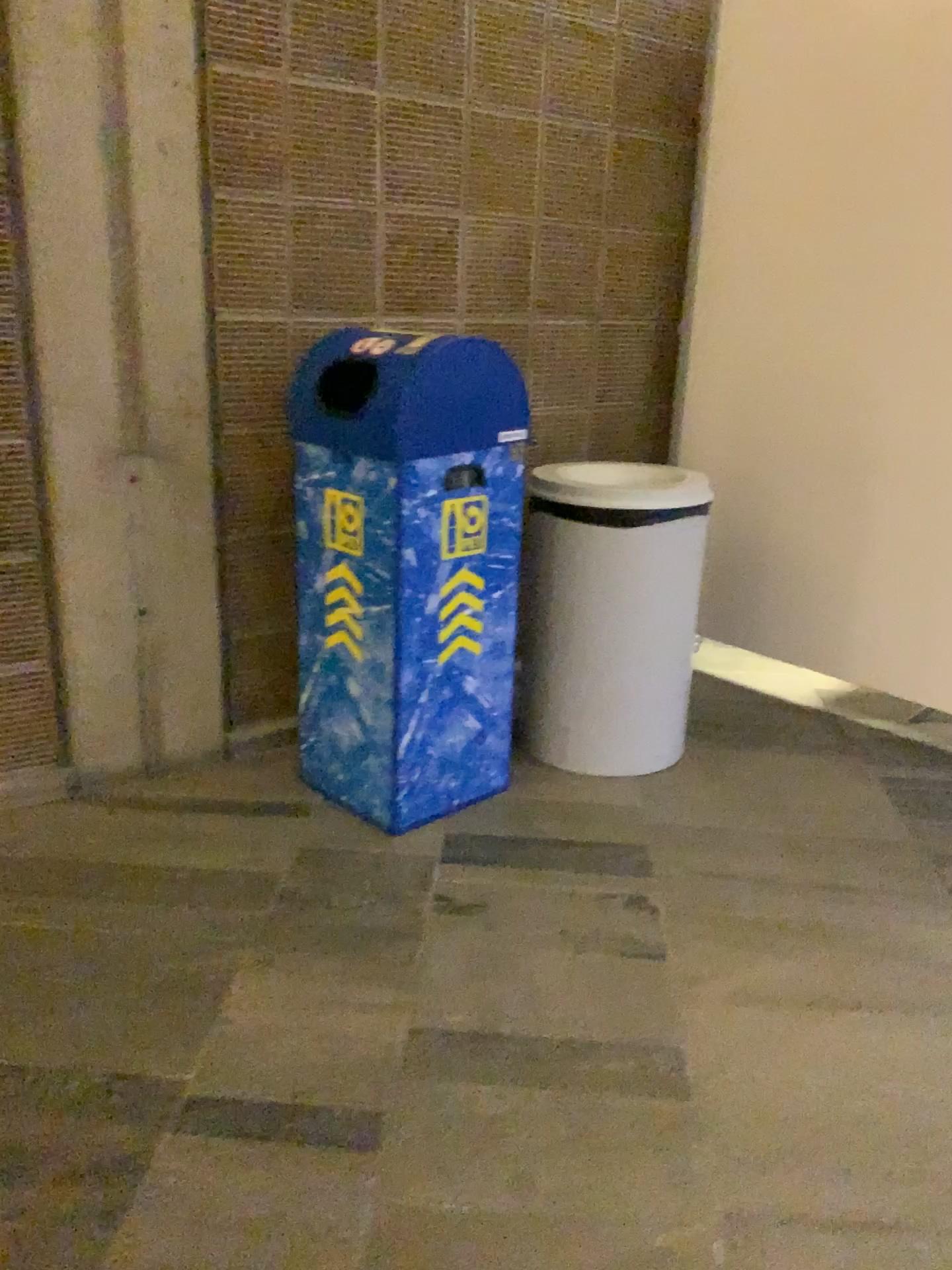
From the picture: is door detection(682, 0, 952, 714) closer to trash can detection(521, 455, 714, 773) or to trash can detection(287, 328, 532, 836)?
trash can detection(521, 455, 714, 773)

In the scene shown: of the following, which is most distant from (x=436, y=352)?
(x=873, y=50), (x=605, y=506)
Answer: (x=873, y=50)

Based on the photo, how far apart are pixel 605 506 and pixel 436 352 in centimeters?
60cm

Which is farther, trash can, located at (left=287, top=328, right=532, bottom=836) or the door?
the door

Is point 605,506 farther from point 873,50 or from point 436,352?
point 873,50

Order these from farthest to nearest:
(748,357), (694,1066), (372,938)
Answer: (748,357) < (372,938) < (694,1066)

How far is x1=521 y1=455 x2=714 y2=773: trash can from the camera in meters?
2.5

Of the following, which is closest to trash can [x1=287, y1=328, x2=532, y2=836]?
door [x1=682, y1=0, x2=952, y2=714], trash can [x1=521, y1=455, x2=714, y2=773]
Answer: trash can [x1=521, y1=455, x2=714, y2=773]

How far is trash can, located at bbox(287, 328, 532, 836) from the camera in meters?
2.1 m
